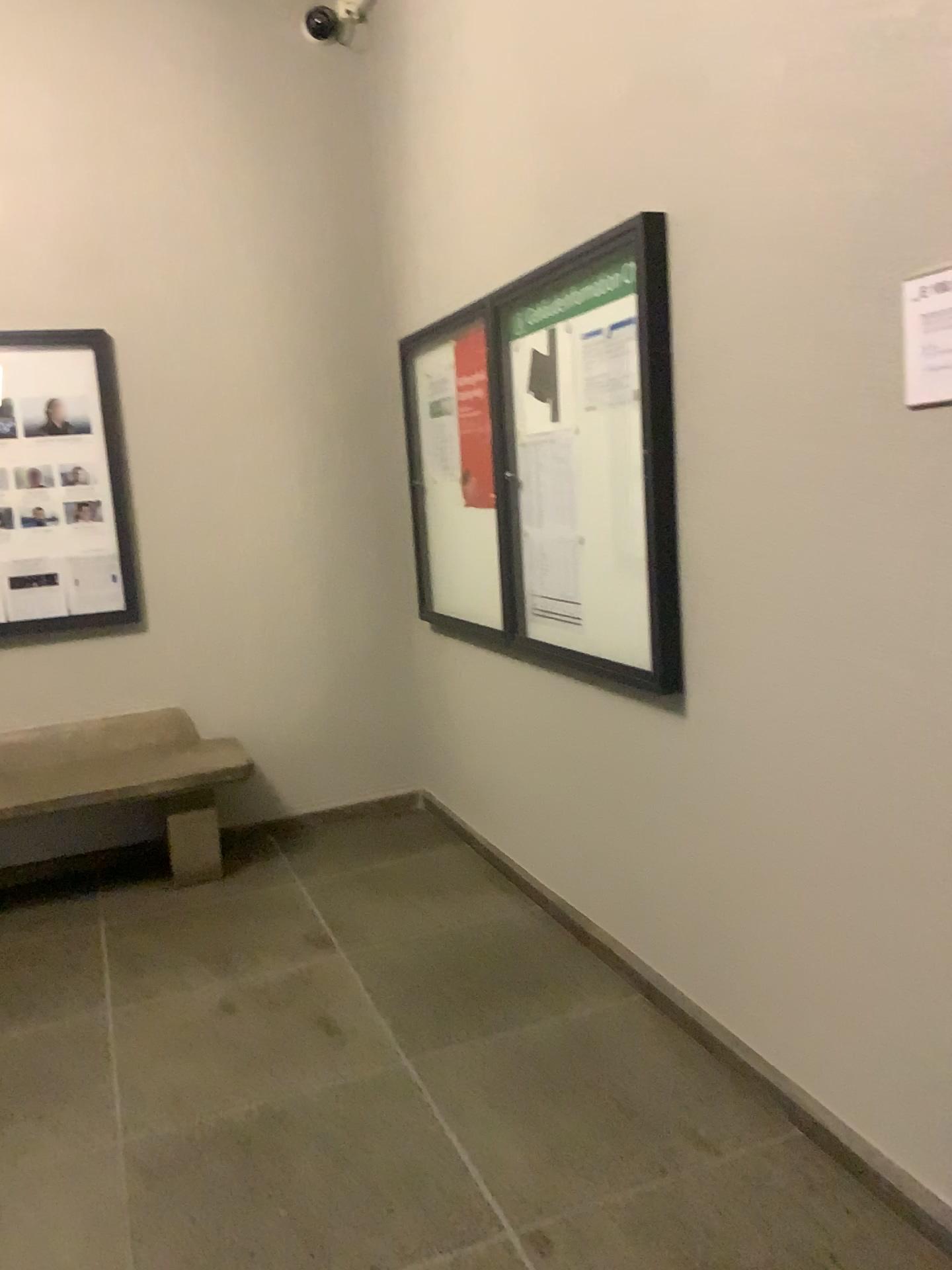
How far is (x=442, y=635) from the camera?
4.3m

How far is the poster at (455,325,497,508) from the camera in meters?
3.6

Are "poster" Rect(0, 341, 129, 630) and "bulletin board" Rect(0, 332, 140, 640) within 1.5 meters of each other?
yes

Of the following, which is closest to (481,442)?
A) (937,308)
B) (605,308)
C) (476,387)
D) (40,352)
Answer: (476,387)

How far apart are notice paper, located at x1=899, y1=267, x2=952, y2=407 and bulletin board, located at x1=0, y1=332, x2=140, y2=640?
3.2 meters

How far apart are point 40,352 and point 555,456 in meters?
2.1

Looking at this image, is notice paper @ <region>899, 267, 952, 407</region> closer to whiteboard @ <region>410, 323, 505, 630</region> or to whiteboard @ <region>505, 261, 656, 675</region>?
whiteboard @ <region>505, 261, 656, 675</region>

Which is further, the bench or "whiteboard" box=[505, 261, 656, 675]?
the bench

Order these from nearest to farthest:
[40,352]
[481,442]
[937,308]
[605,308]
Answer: [937,308] → [605,308] → [481,442] → [40,352]

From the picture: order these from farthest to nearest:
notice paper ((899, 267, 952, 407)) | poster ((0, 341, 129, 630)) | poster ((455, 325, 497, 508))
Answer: poster ((0, 341, 129, 630))
poster ((455, 325, 497, 508))
notice paper ((899, 267, 952, 407))
